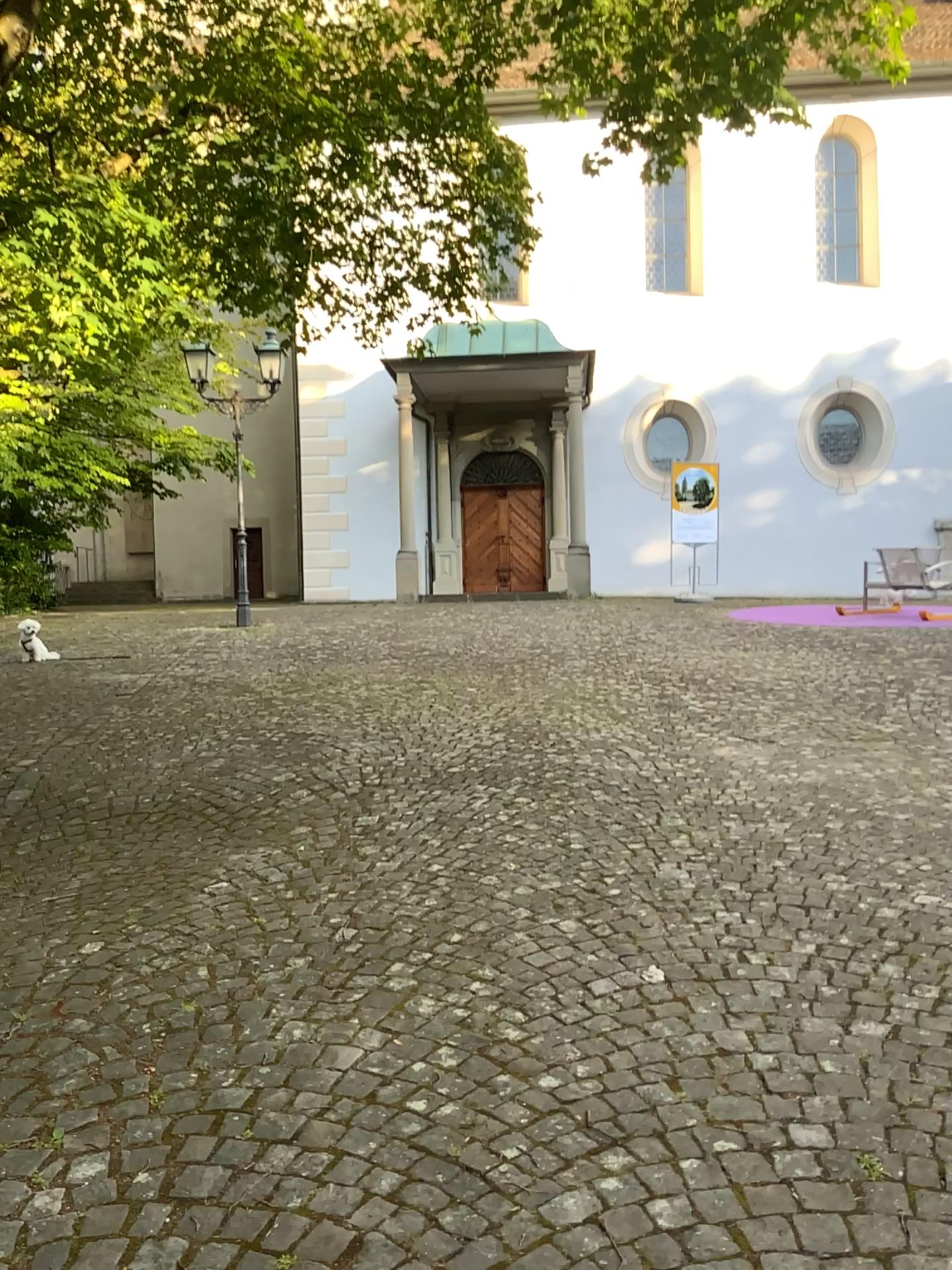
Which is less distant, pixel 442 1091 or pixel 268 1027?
pixel 442 1091
